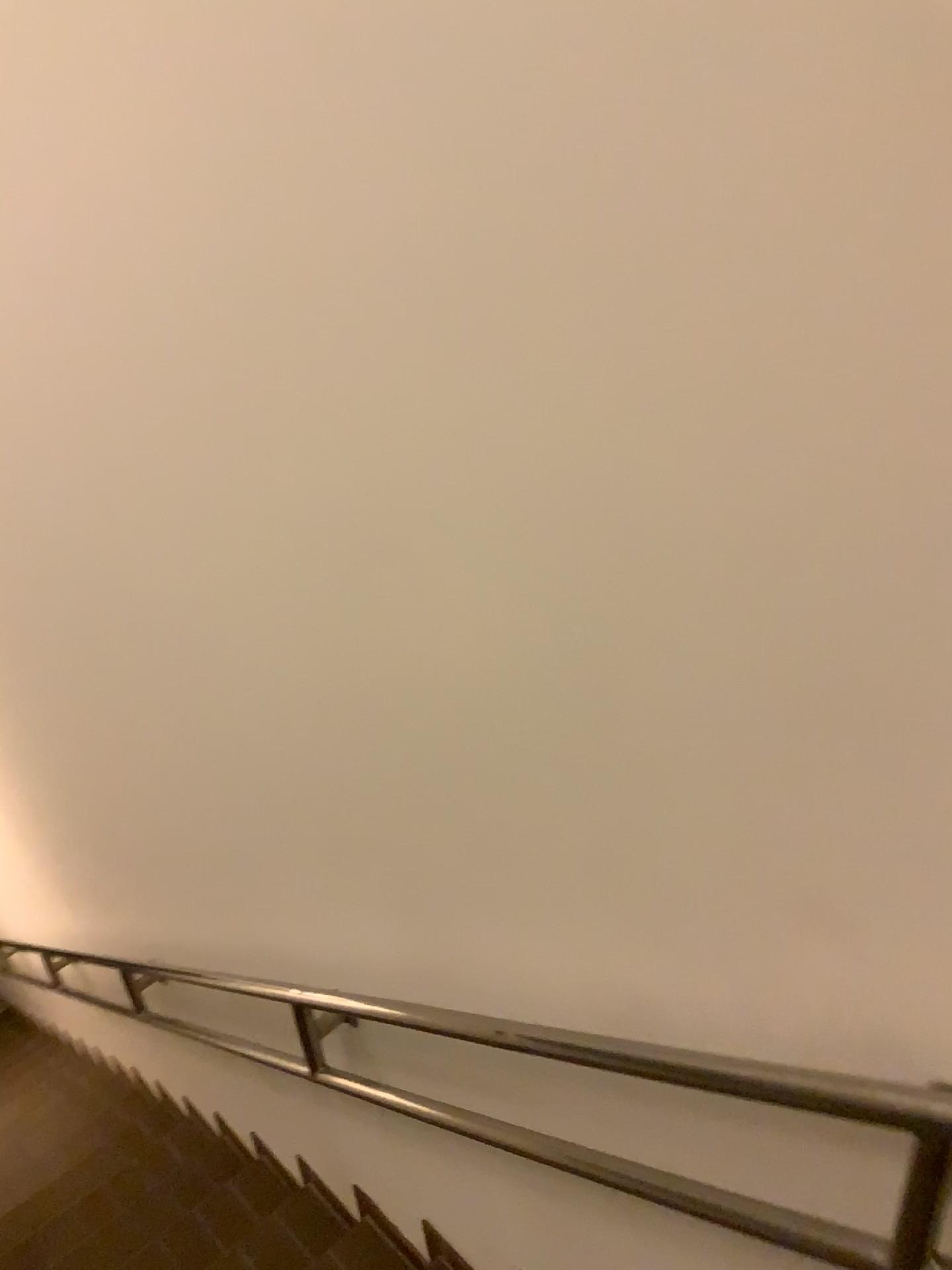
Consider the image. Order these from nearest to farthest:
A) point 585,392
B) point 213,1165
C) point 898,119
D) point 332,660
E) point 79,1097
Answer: point 898,119
point 585,392
point 332,660
point 213,1165
point 79,1097
